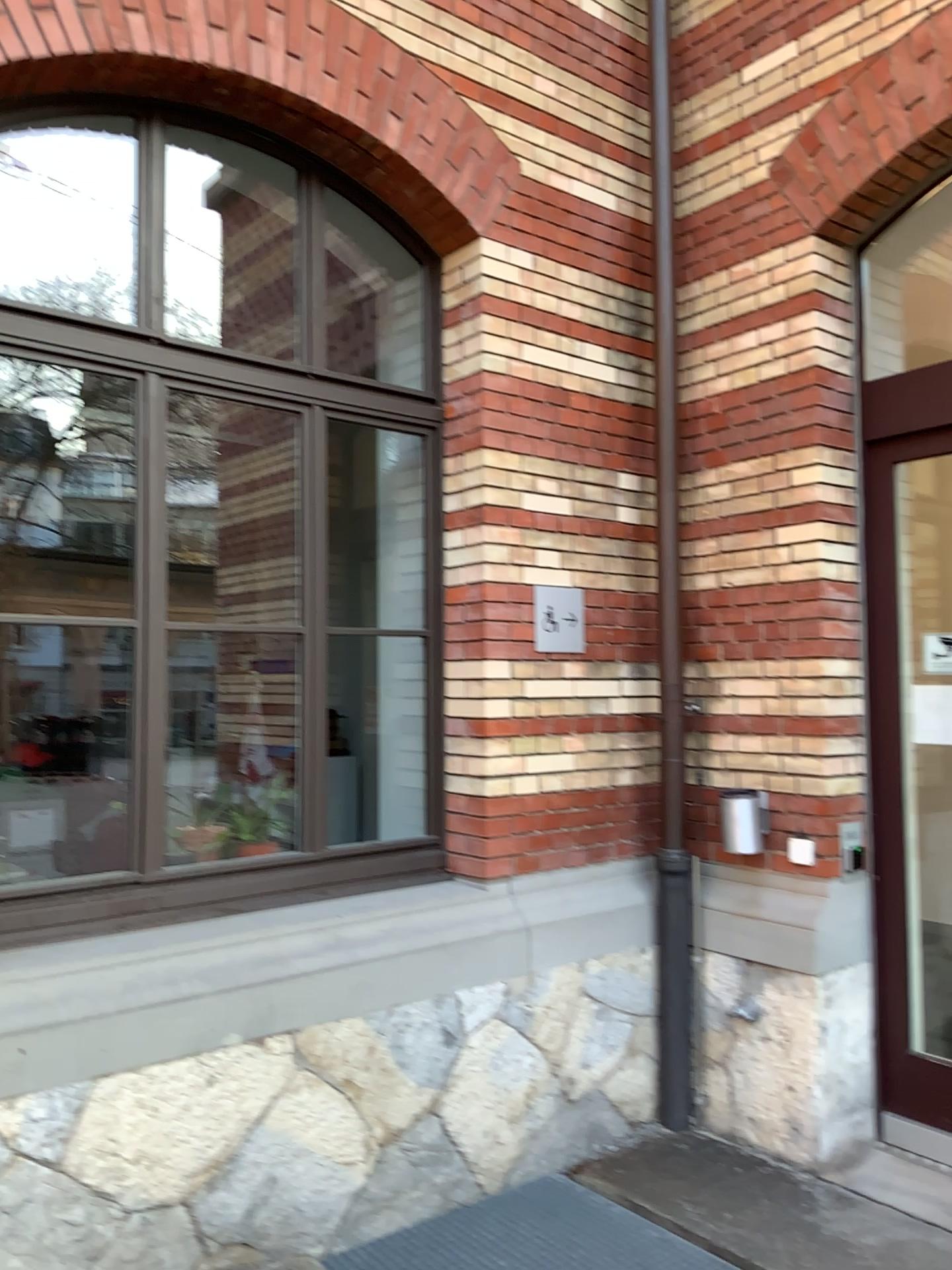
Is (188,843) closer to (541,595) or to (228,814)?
(228,814)

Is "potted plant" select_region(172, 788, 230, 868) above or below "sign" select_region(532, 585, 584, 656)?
below

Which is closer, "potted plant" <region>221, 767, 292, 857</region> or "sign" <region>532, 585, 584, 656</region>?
"potted plant" <region>221, 767, 292, 857</region>

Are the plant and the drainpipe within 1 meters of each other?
no

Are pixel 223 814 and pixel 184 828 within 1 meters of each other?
yes

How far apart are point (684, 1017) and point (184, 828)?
2.0 meters

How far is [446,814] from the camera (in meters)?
3.73

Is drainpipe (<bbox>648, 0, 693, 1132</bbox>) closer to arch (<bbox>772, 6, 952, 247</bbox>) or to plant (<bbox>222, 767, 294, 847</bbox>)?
arch (<bbox>772, 6, 952, 247</bbox>)

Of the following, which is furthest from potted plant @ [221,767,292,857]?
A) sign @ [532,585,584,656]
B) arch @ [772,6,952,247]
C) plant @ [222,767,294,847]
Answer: arch @ [772,6,952,247]

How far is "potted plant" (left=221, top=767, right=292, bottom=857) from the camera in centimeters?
353cm
